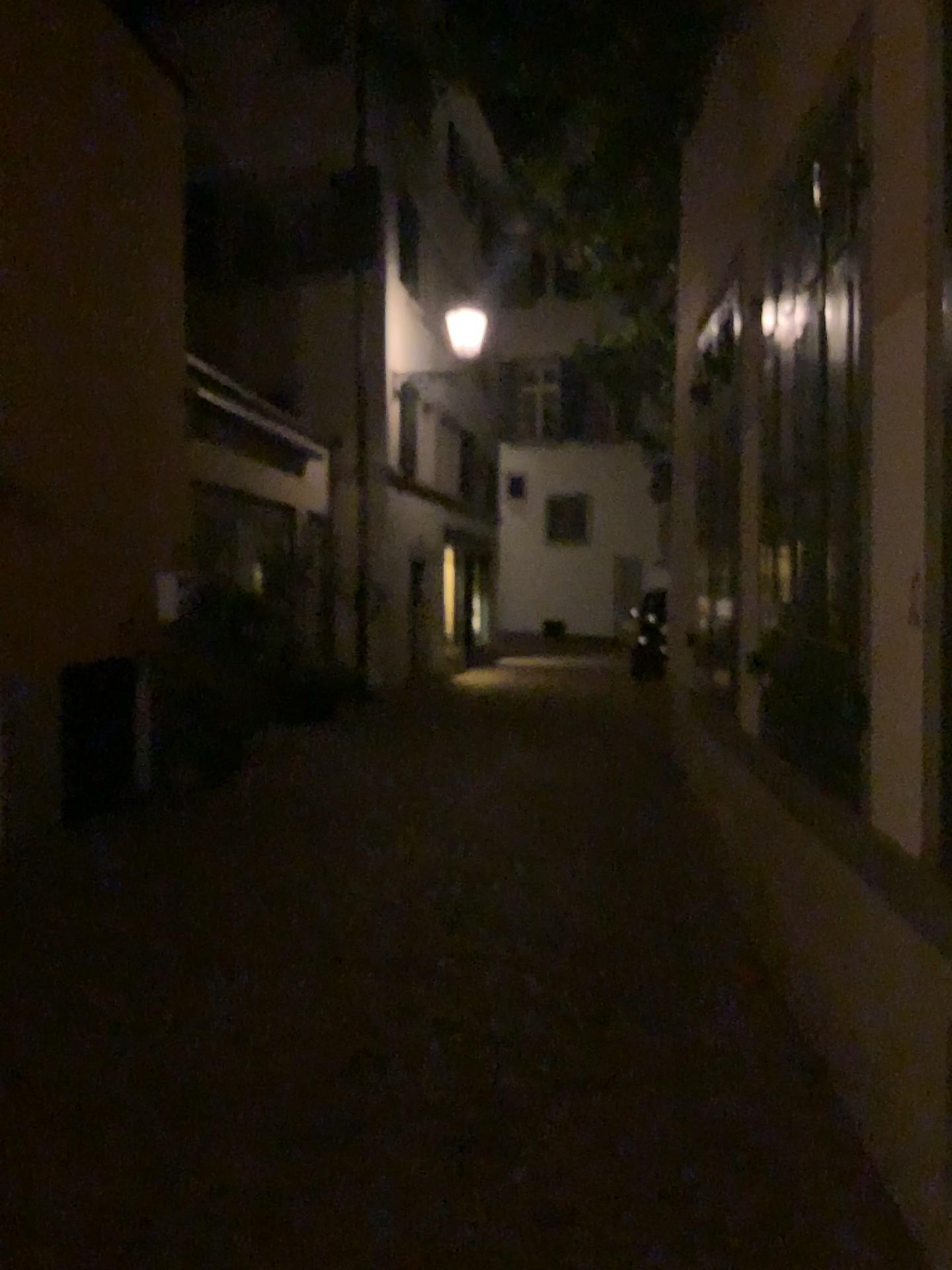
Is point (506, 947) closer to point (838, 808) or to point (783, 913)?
point (783, 913)
